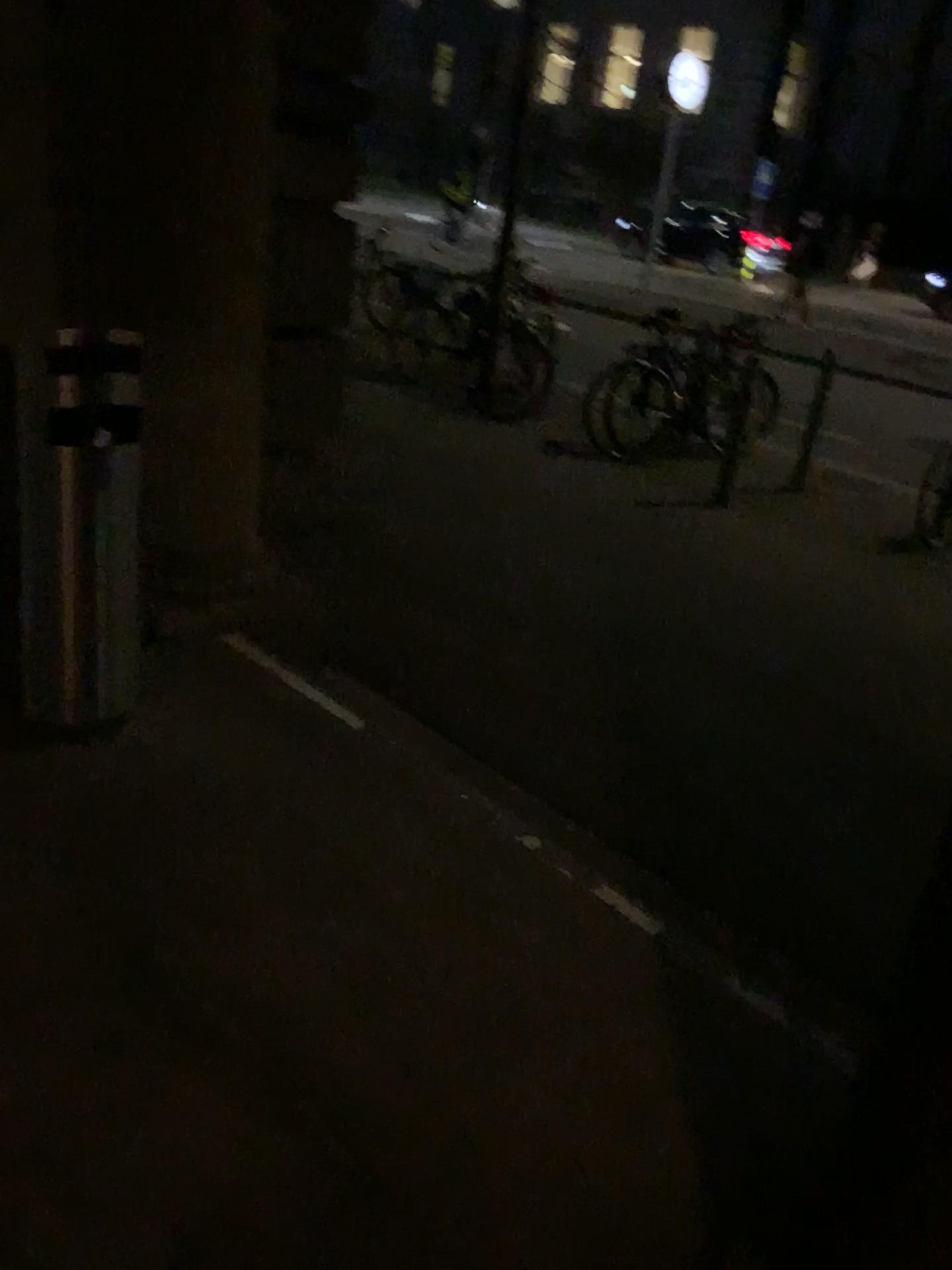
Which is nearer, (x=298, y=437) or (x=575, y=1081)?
(x=575, y=1081)
